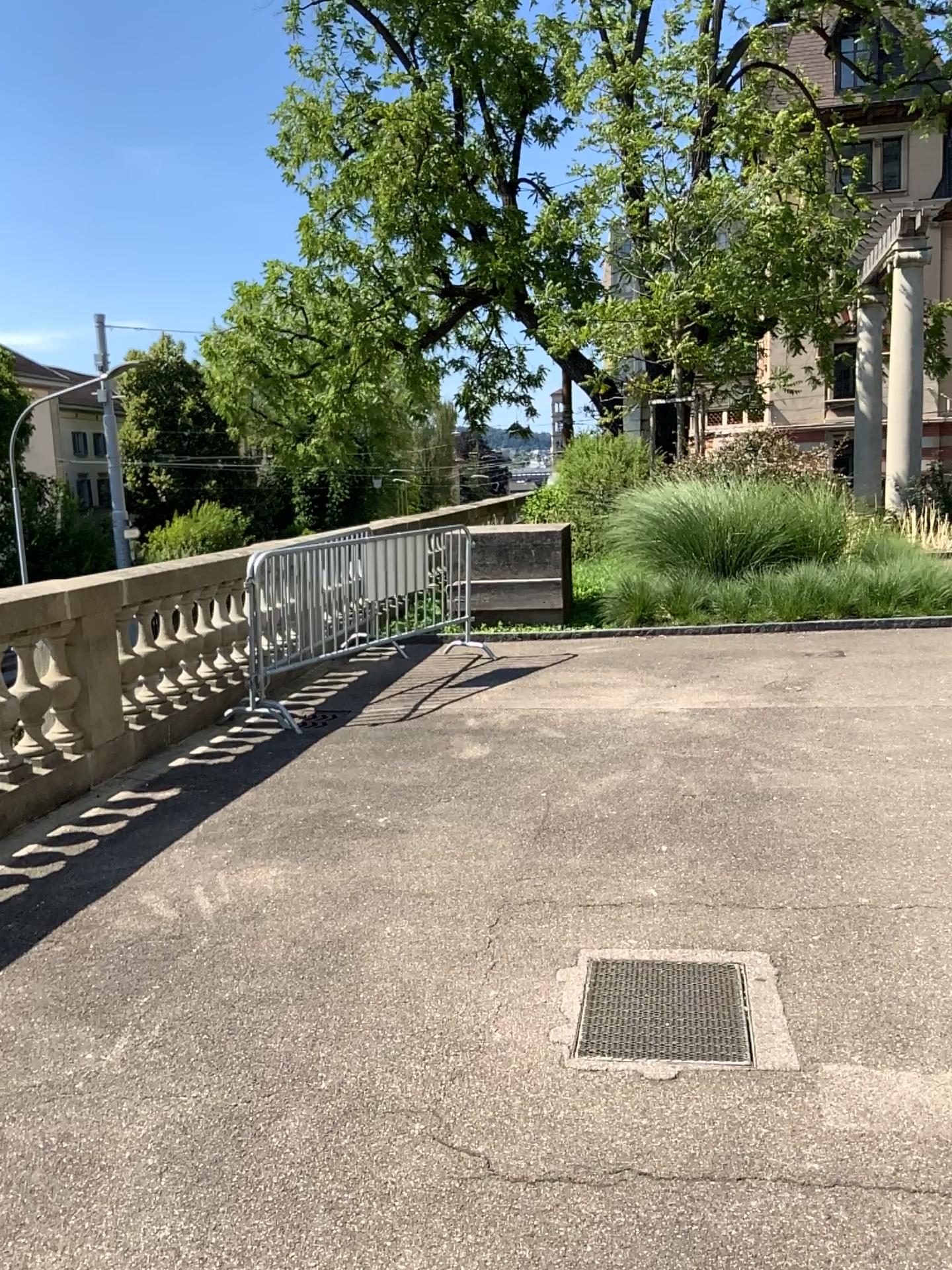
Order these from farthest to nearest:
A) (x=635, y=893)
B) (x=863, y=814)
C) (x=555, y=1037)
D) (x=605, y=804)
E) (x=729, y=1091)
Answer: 1. (x=605, y=804)
2. (x=863, y=814)
3. (x=635, y=893)
4. (x=555, y=1037)
5. (x=729, y=1091)
